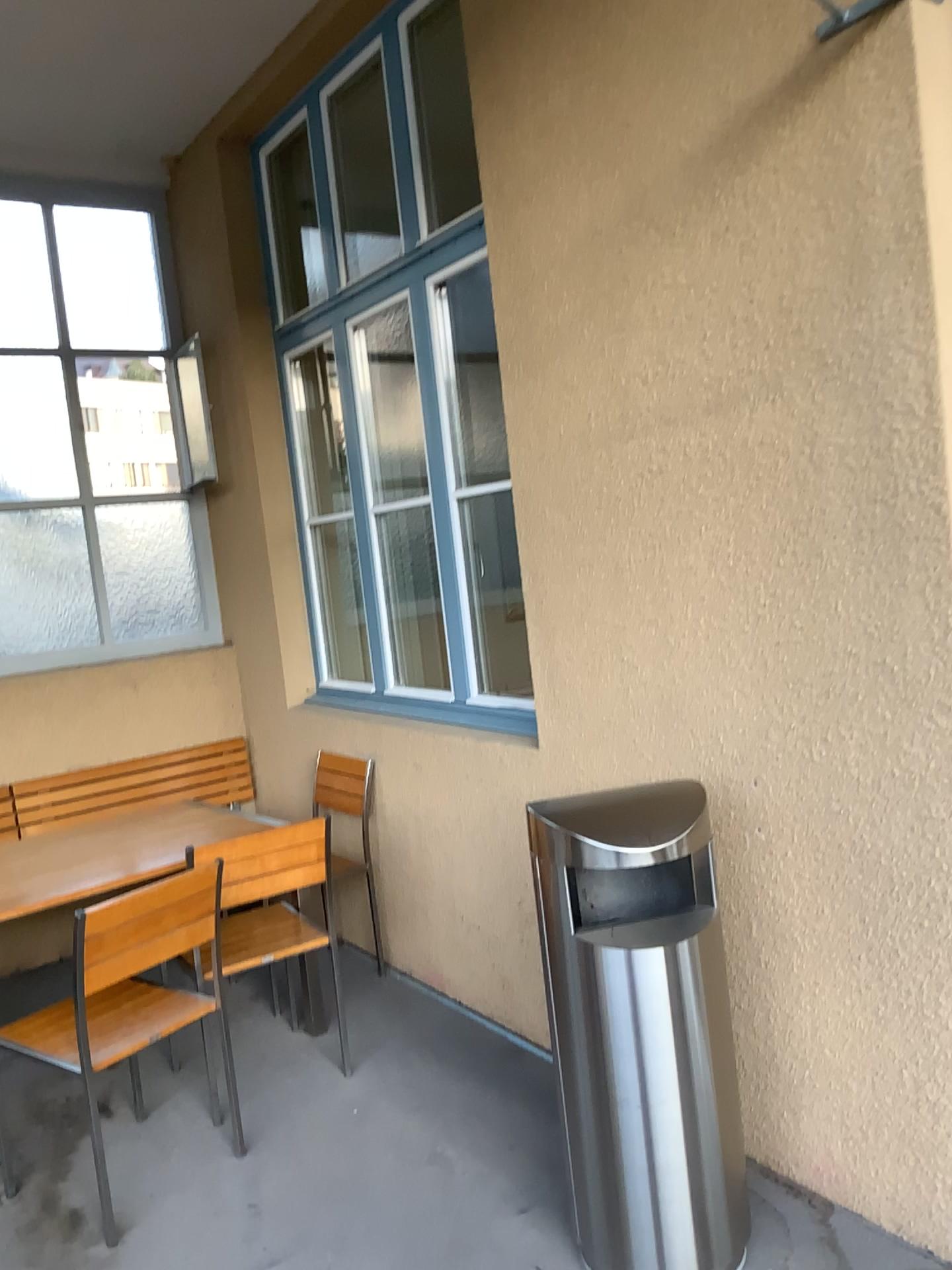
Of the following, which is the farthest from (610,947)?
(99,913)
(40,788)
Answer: (40,788)

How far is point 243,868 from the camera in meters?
3.1 m

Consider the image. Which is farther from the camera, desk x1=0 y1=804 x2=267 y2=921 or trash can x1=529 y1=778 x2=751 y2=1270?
desk x1=0 y1=804 x2=267 y2=921

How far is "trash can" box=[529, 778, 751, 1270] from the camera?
2.2 meters

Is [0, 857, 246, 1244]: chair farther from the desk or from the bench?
the bench

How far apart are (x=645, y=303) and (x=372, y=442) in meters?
1.8

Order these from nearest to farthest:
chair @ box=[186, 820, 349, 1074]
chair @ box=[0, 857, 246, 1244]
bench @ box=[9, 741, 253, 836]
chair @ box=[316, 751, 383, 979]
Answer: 1. chair @ box=[0, 857, 246, 1244]
2. chair @ box=[186, 820, 349, 1074]
3. chair @ box=[316, 751, 383, 979]
4. bench @ box=[9, 741, 253, 836]

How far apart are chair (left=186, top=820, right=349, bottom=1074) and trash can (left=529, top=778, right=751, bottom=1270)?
1.1m

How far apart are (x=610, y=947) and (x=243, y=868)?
1.36m

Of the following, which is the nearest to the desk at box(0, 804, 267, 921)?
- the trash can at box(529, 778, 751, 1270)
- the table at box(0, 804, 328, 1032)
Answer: the table at box(0, 804, 328, 1032)
